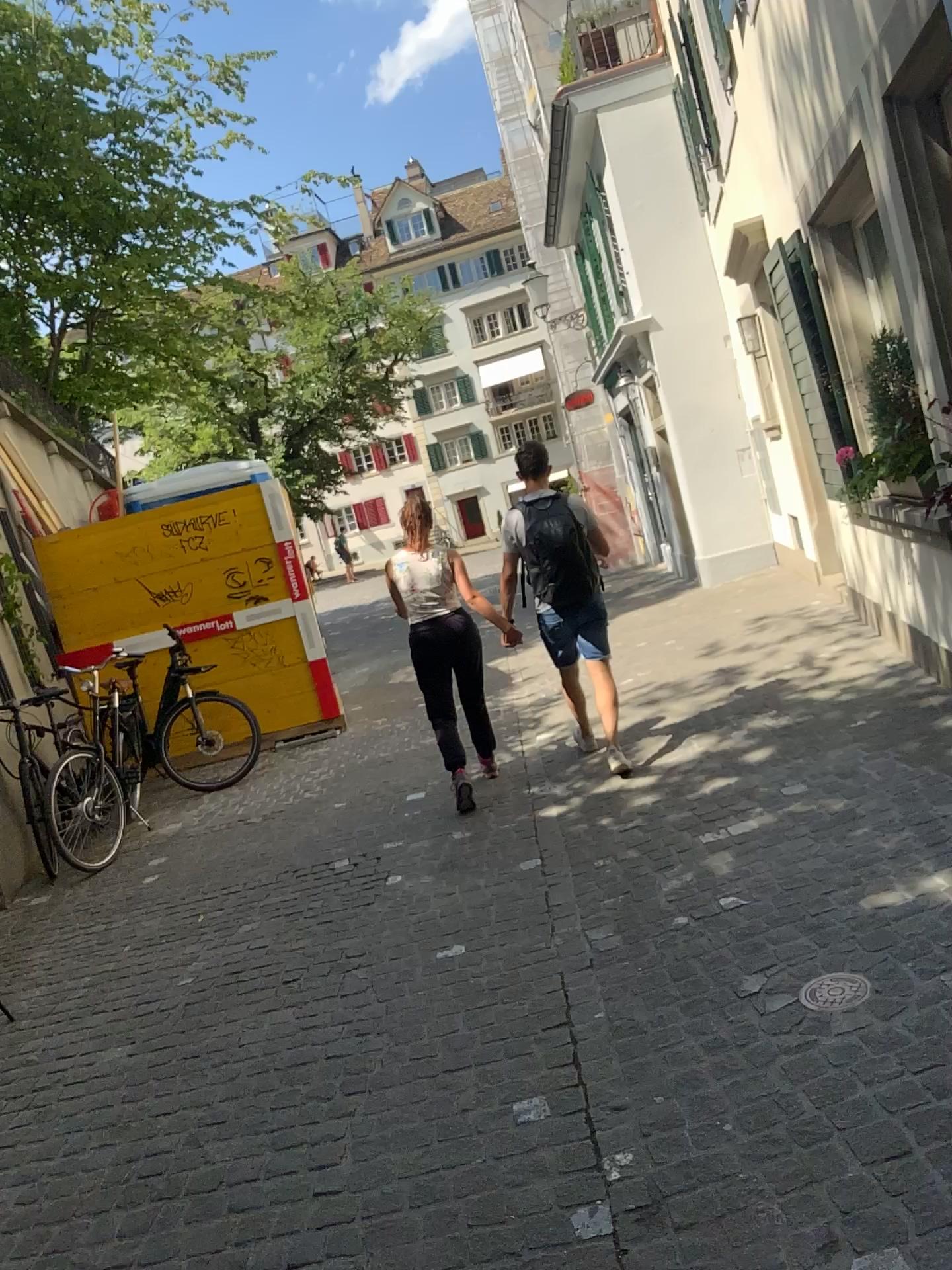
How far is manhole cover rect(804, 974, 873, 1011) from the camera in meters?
2.7

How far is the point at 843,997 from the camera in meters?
2.7 m

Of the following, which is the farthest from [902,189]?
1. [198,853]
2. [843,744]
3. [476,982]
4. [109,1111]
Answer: [198,853]
